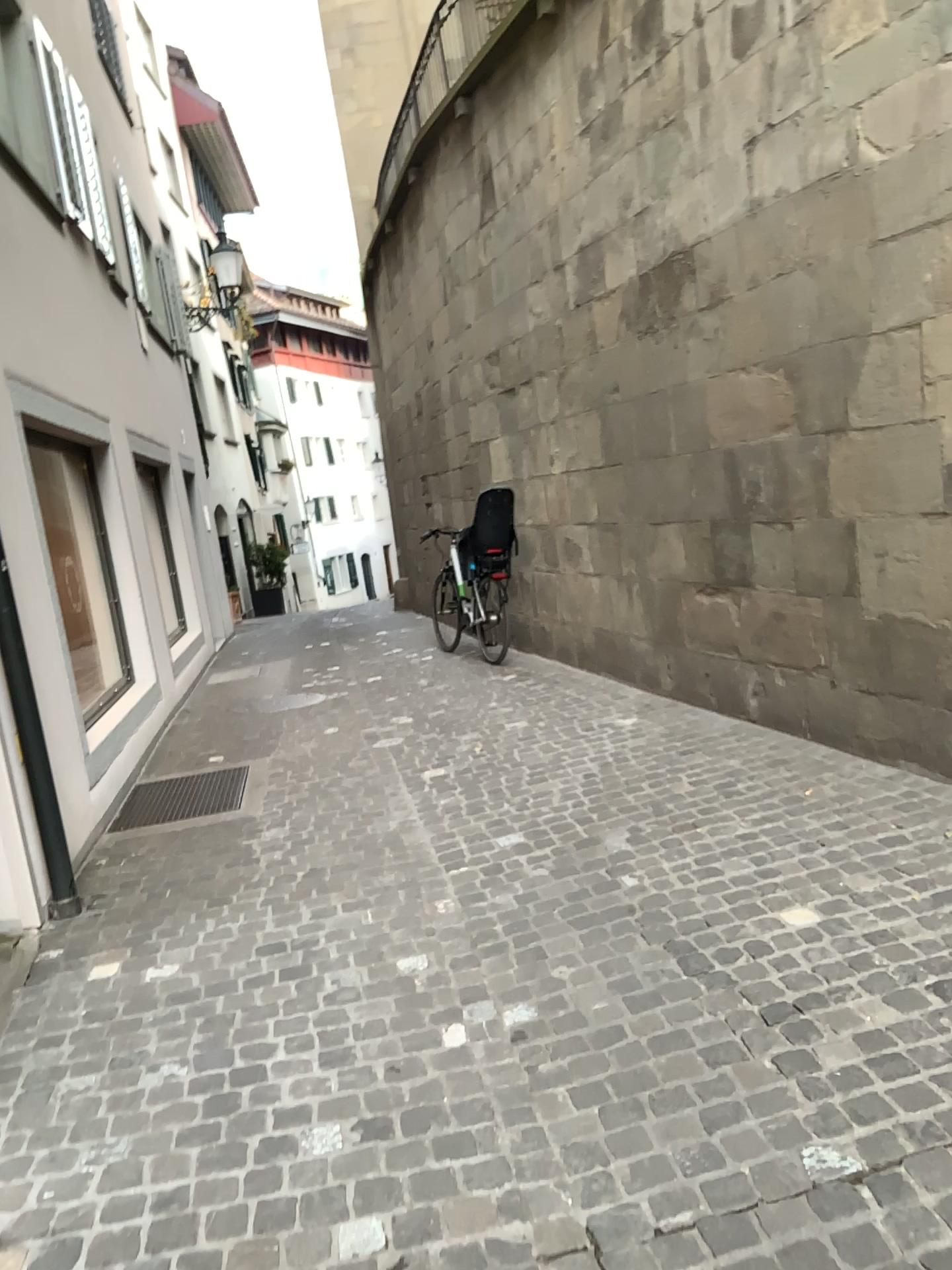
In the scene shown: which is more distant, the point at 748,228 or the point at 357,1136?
the point at 748,228
